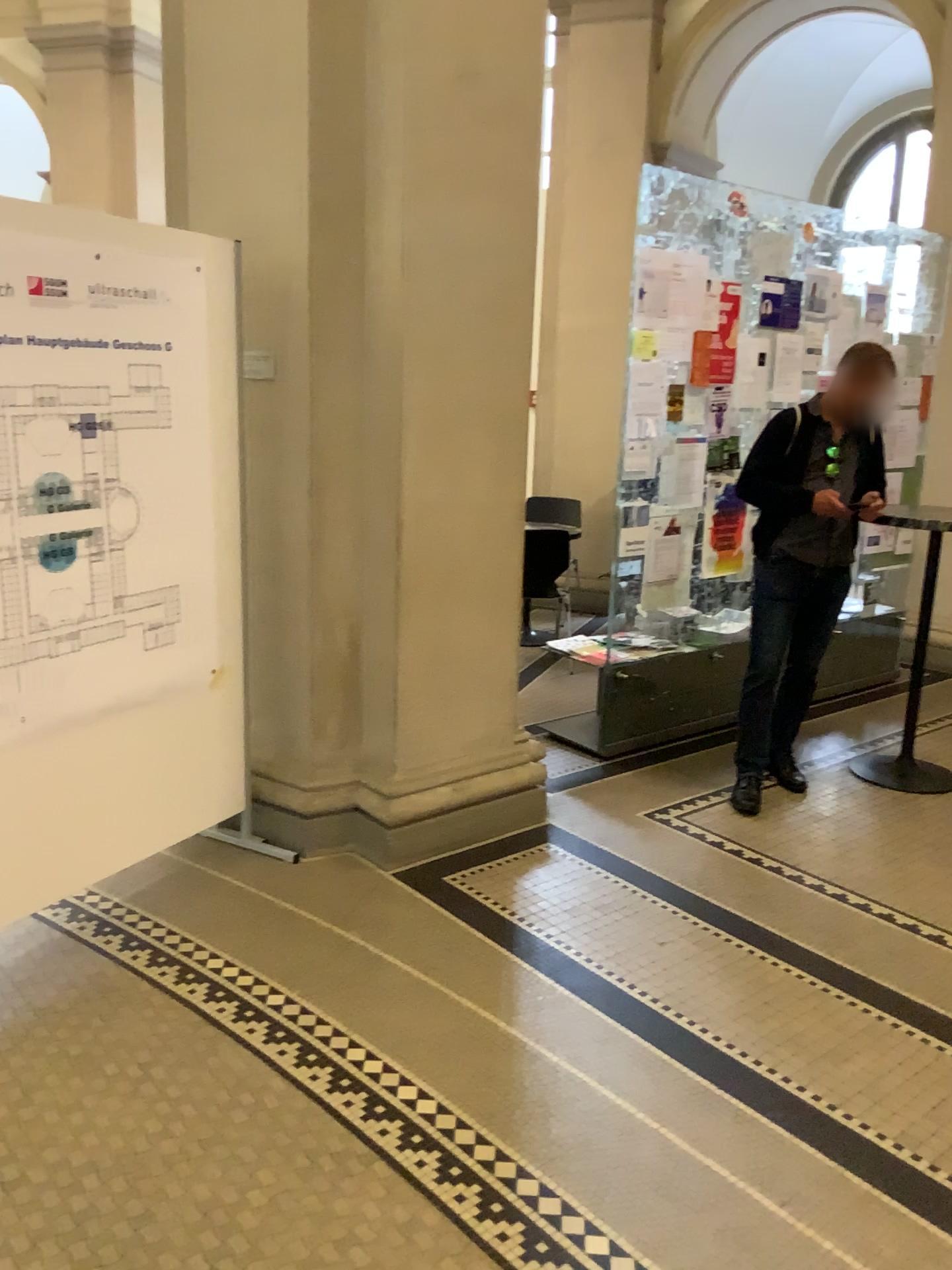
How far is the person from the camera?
4.06m

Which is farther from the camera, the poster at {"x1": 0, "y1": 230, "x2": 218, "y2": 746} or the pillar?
the pillar

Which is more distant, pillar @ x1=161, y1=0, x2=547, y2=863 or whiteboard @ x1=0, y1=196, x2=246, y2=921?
pillar @ x1=161, y1=0, x2=547, y2=863

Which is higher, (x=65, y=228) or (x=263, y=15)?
(x=263, y=15)

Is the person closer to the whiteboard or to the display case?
the display case

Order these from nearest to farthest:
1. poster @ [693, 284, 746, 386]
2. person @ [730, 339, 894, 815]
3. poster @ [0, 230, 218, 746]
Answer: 1. poster @ [0, 230, 218, 746]
2. person @ [730, 339, 894, 815]
3. poster @ [693, 284, 746, 386]

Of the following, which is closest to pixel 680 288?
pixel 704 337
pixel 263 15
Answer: pixel 704 337

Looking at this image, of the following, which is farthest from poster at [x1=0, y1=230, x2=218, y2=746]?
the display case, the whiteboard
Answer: the display case

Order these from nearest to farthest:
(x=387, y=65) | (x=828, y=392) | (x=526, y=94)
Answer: (x=387, y=65)
(x=526, y=94)
(x=828, y=392)

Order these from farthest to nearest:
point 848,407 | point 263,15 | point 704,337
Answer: point 704,337, point 848,407, point 263,15
